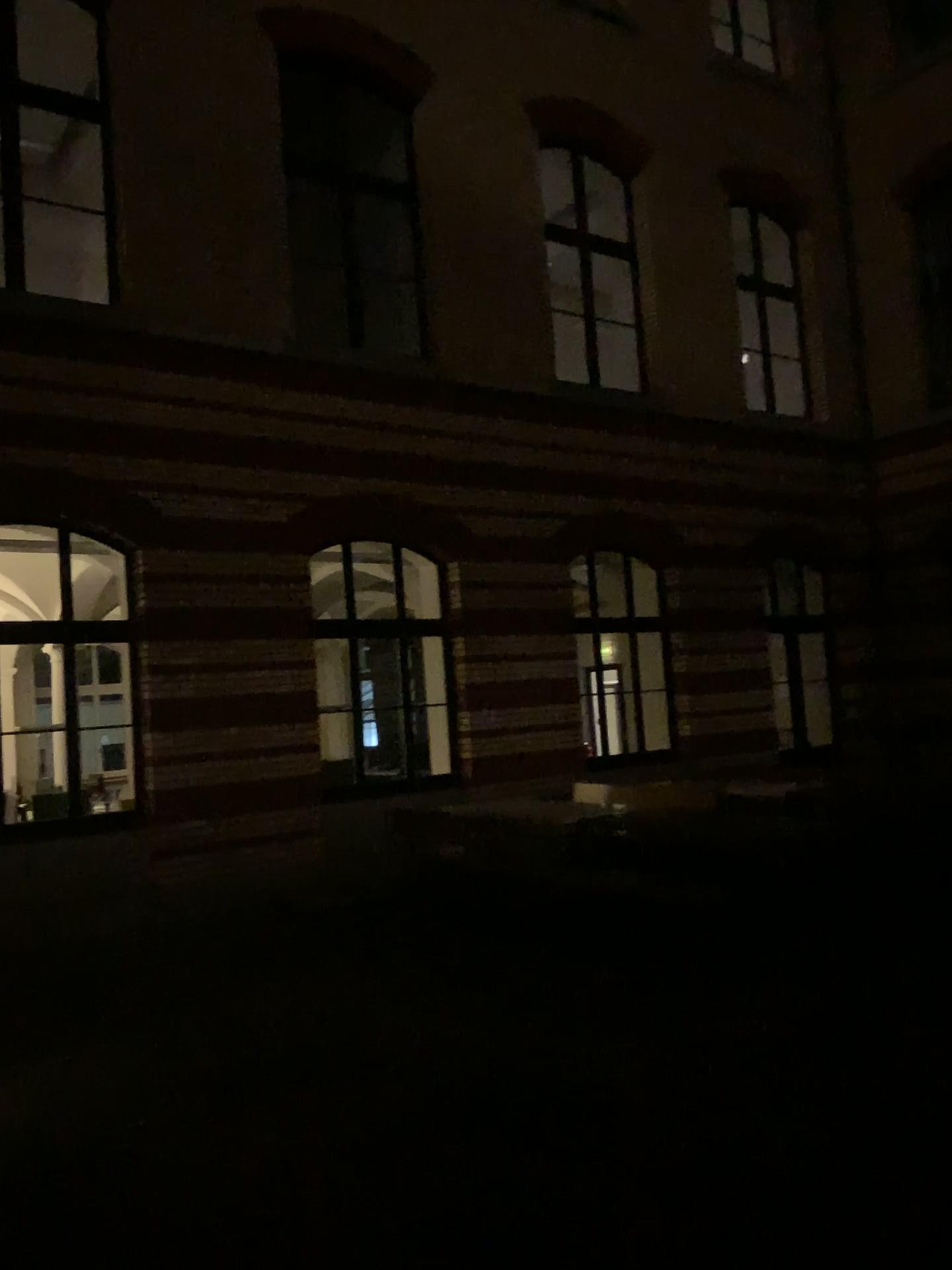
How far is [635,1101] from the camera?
4.1m
